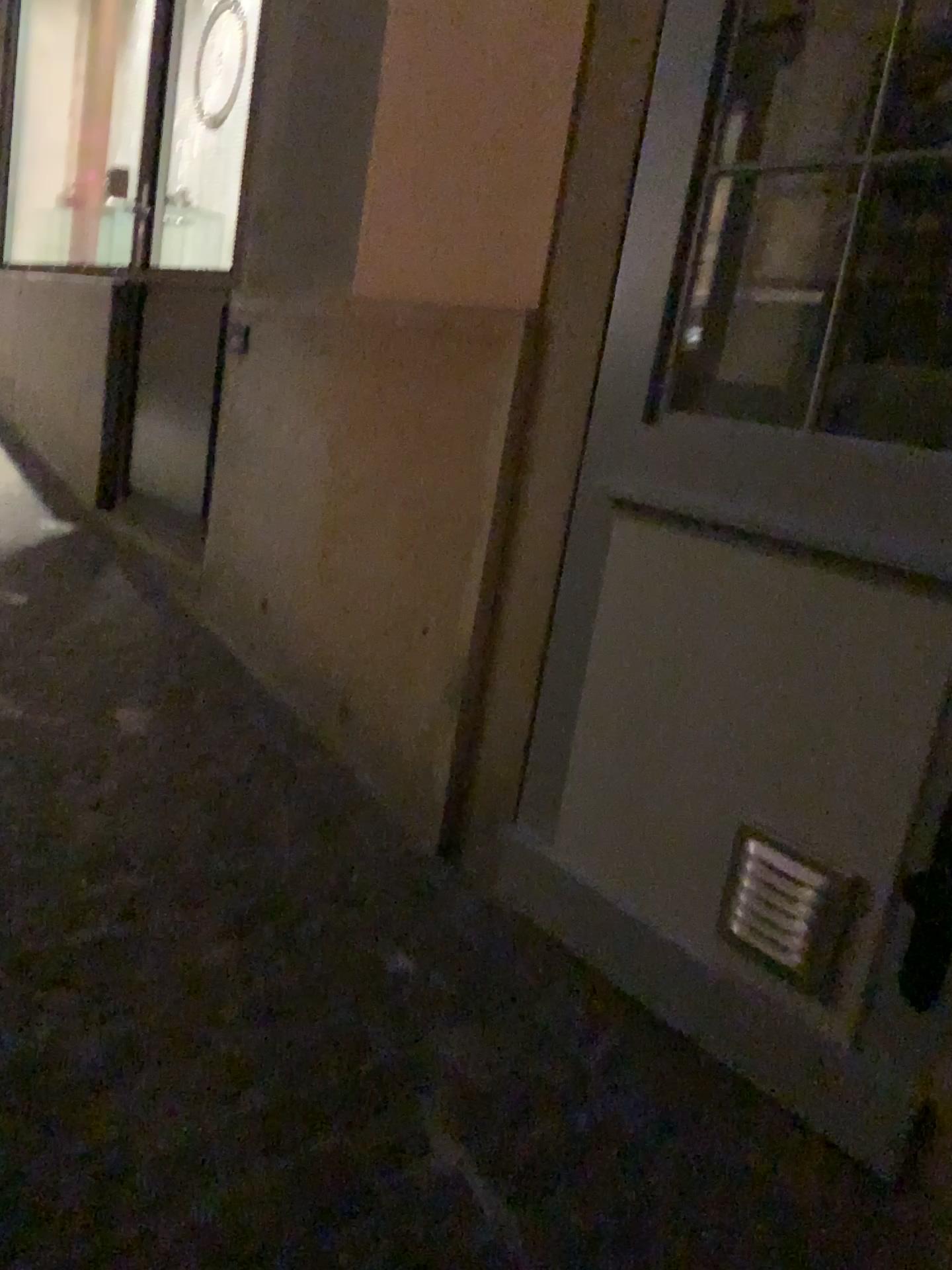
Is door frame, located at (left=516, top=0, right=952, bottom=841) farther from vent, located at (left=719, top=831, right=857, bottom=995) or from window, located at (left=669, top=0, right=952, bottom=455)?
vent, located at (left=719, top=831, right=857, bottom=995)

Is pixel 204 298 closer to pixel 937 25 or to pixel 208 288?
pixel 208 288

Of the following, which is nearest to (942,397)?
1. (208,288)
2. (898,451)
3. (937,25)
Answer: (898,451)

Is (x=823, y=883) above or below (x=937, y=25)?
below

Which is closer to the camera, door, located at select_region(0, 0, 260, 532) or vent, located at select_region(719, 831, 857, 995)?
vent, located at select_region(719, 831, 857, 995)

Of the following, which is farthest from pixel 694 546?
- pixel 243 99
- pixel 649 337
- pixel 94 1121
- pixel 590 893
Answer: pixel 243 99

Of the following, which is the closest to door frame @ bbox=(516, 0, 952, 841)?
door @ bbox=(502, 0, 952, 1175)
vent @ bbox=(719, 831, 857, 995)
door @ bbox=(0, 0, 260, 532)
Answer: door @ bbox=(502, 0, 952, 1175)

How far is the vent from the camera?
1.49m

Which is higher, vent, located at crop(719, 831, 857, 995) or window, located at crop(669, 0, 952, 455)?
window, located at crop(669, 0, 952, 455)

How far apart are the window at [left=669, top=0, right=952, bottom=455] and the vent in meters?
0.6 m
